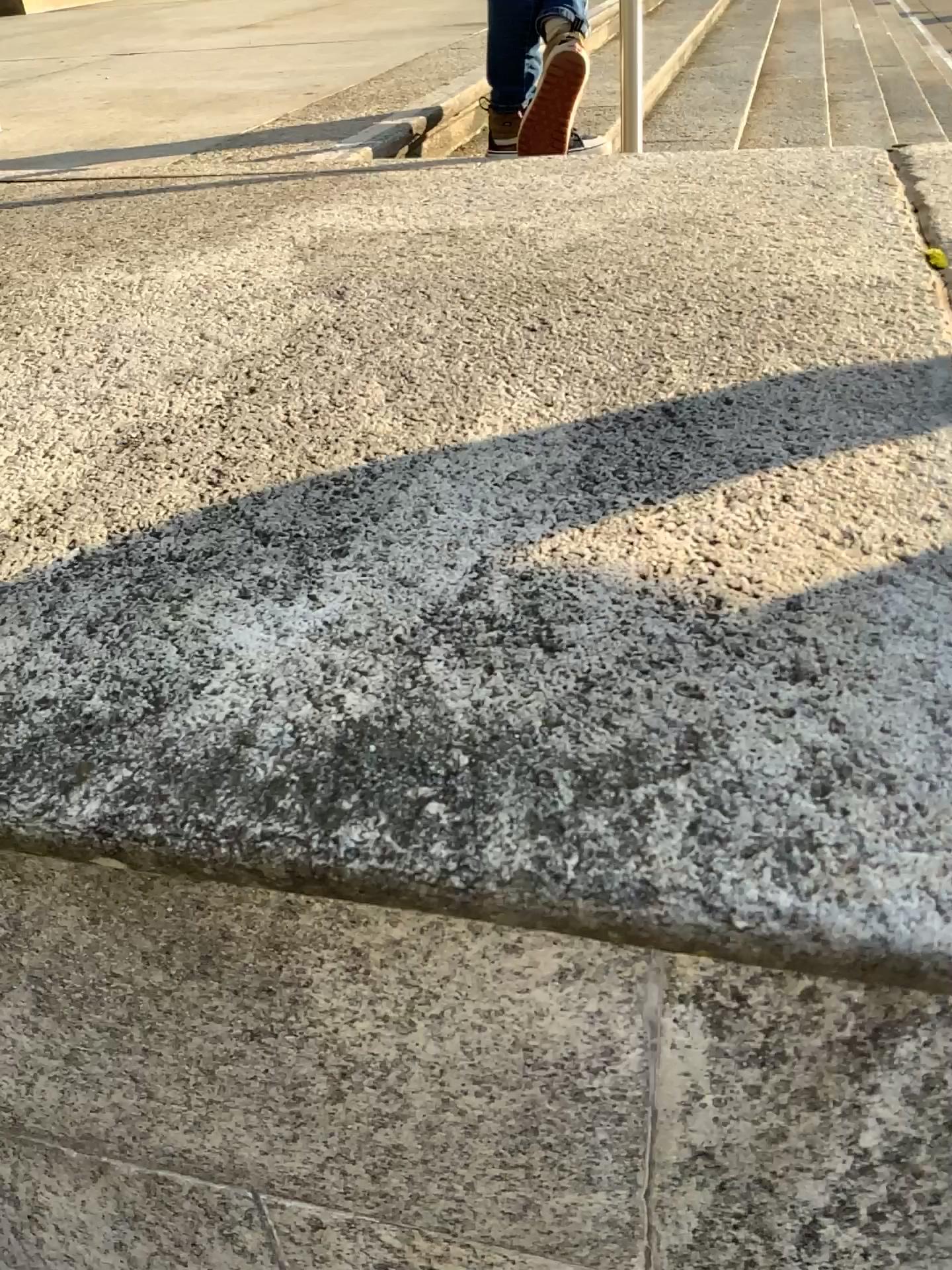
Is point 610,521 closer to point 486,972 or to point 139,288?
point 486,972
